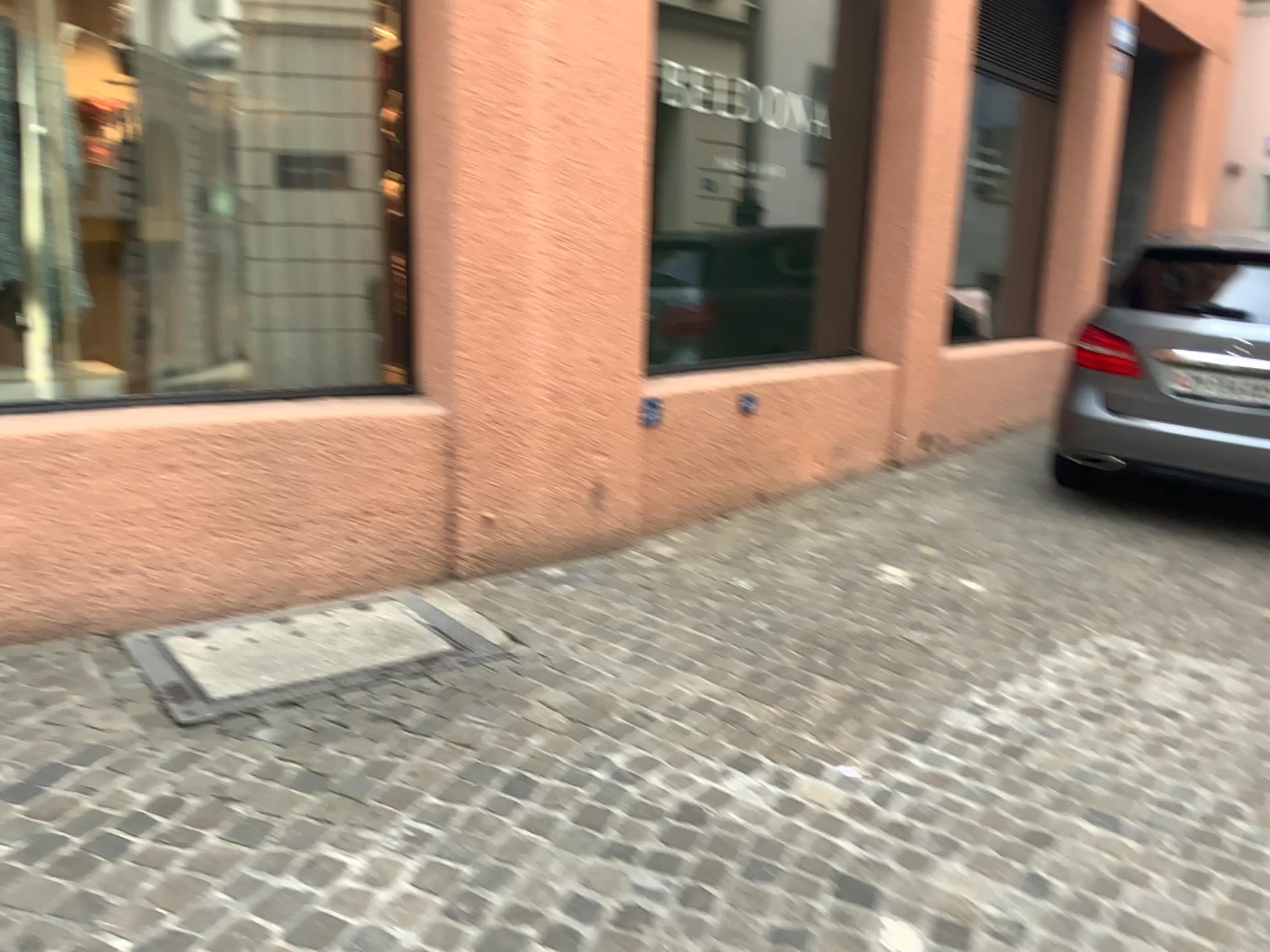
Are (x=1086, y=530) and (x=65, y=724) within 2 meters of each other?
no

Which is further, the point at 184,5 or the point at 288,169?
the point at 288,169

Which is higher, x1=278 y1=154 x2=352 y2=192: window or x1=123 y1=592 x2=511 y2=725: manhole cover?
x1=278 y1=154 x2=352 y2=192: window

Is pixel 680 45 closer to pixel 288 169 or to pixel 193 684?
pixel 288 169

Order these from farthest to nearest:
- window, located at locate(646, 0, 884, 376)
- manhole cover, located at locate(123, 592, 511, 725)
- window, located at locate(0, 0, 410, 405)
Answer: window, located at locate(646, 0, 884, 376) → window, located at locate(0, 0, 410, 405) → manhole cover, located at locate(123, 592, 511, 725)

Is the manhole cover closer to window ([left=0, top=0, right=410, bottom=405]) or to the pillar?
the pillar

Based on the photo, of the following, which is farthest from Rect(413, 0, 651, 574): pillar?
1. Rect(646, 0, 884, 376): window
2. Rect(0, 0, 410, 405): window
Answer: Rect(646, 0, 884, 376): window

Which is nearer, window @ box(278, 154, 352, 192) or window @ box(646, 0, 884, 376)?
window @ box(278, 154, 352, 192)

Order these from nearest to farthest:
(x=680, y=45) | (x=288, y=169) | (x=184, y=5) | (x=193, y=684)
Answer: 1. (x=193, y=684)
2. (x=184, y=5)
3. (x=288, y=169)
4. (x=680, y=45)

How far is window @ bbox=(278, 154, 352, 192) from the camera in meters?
3.8
